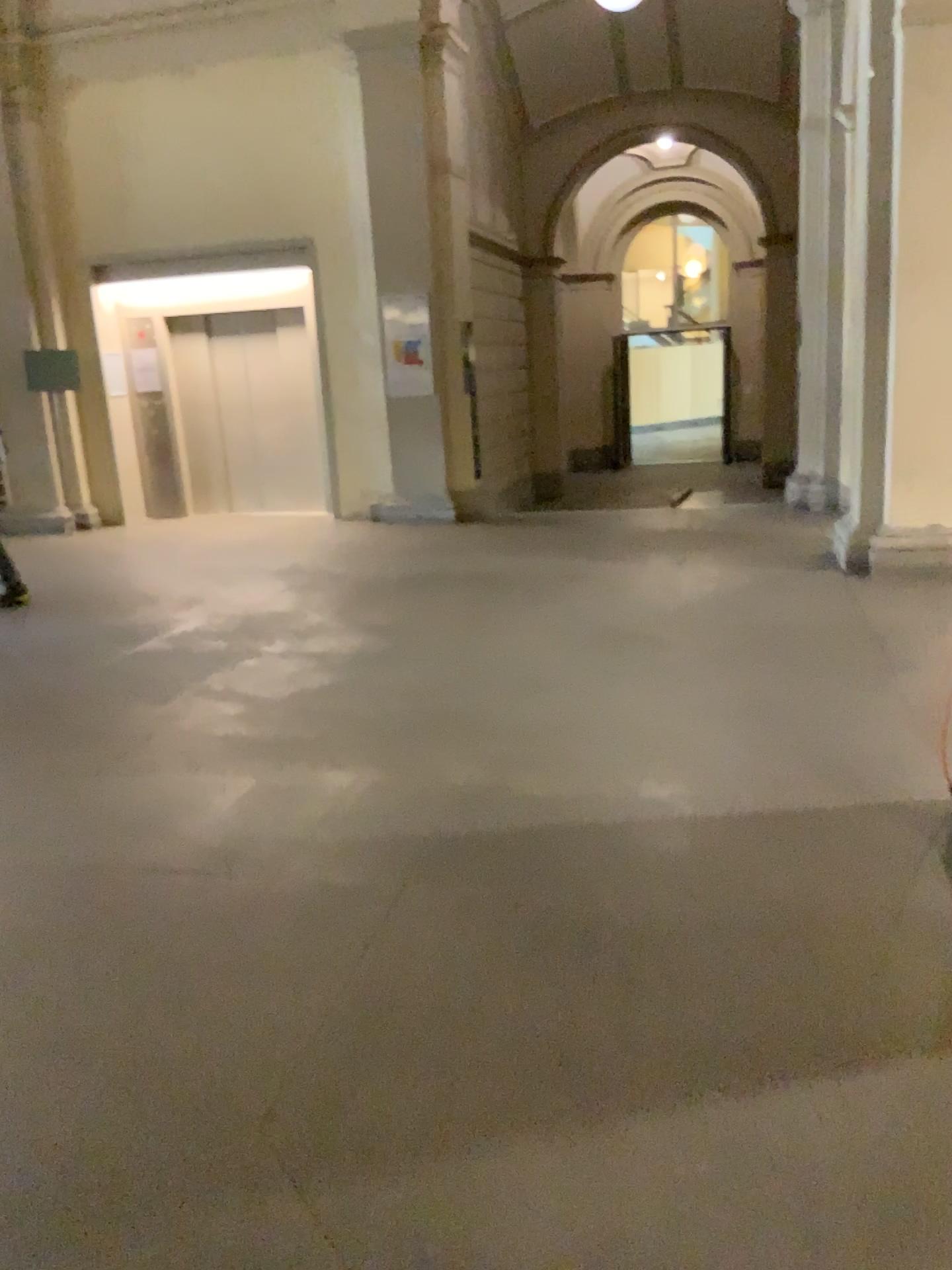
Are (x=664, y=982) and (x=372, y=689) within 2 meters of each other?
no
